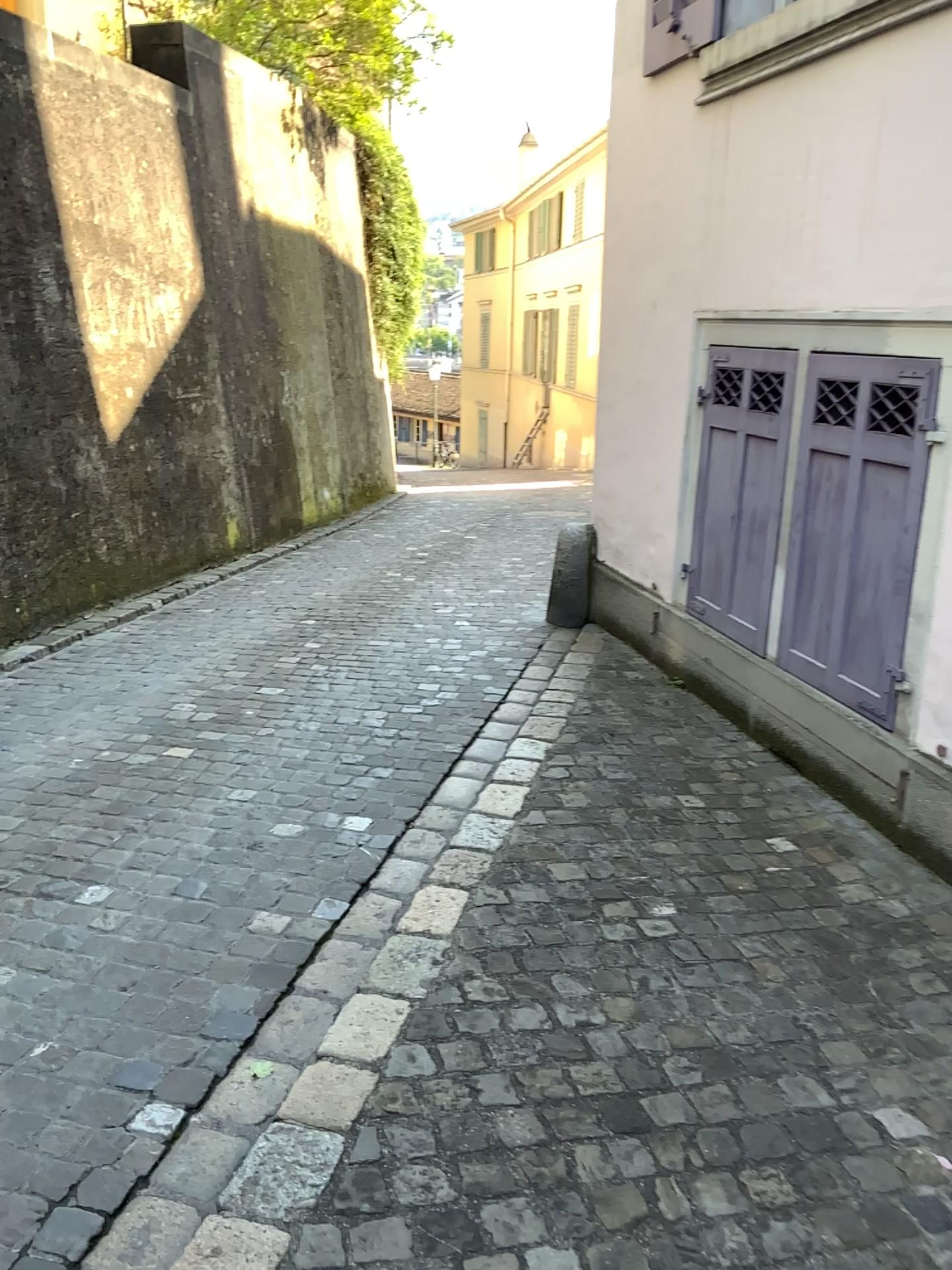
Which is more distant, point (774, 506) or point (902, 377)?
point (774, 506)

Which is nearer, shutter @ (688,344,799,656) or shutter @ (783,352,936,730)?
shutter @ (783,352,936,730)

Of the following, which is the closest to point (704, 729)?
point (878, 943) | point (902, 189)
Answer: point (878, 943)

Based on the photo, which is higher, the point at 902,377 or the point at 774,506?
the point at 902,377
